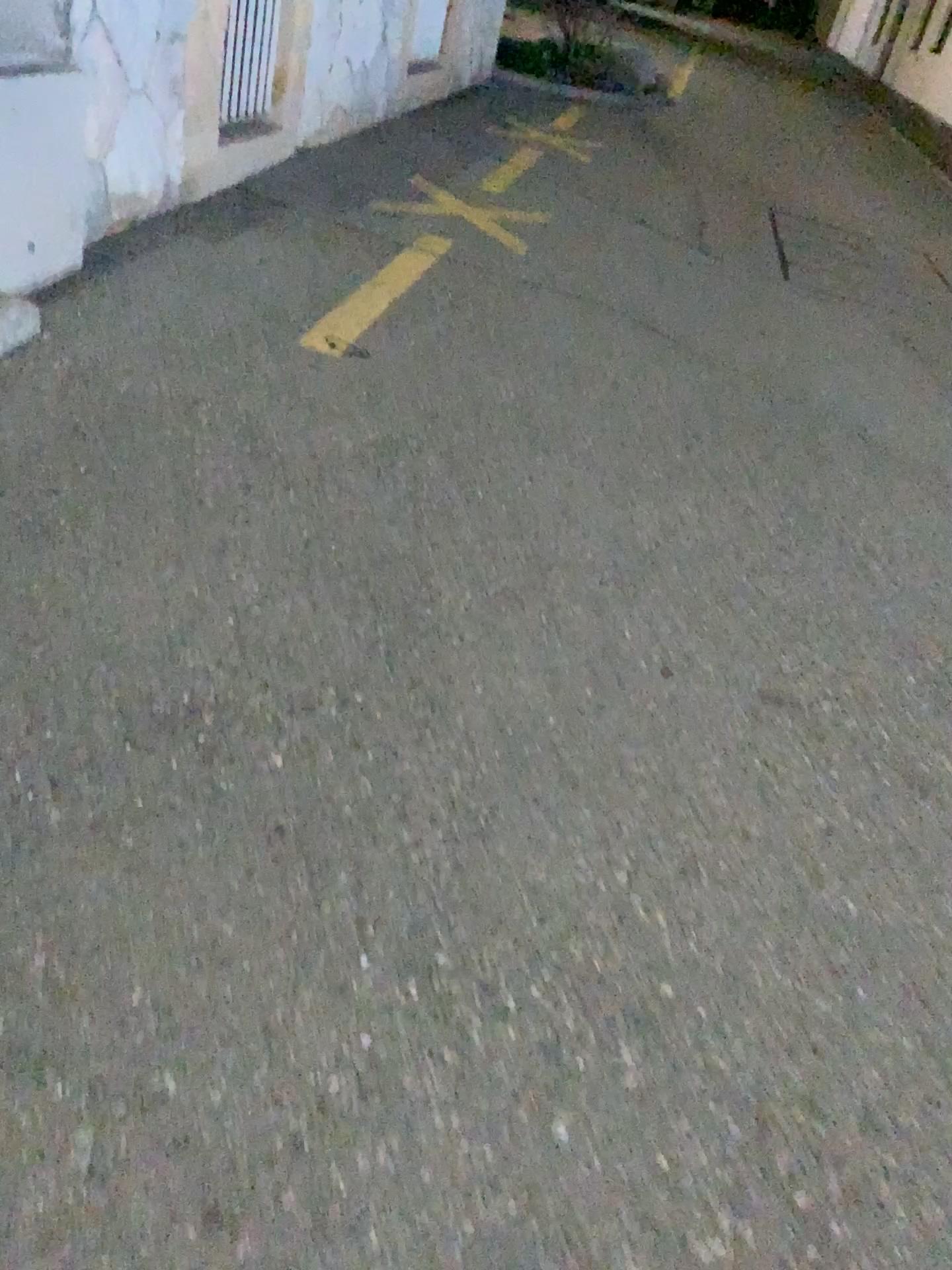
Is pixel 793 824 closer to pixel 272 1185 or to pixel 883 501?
pixel 272 1185
